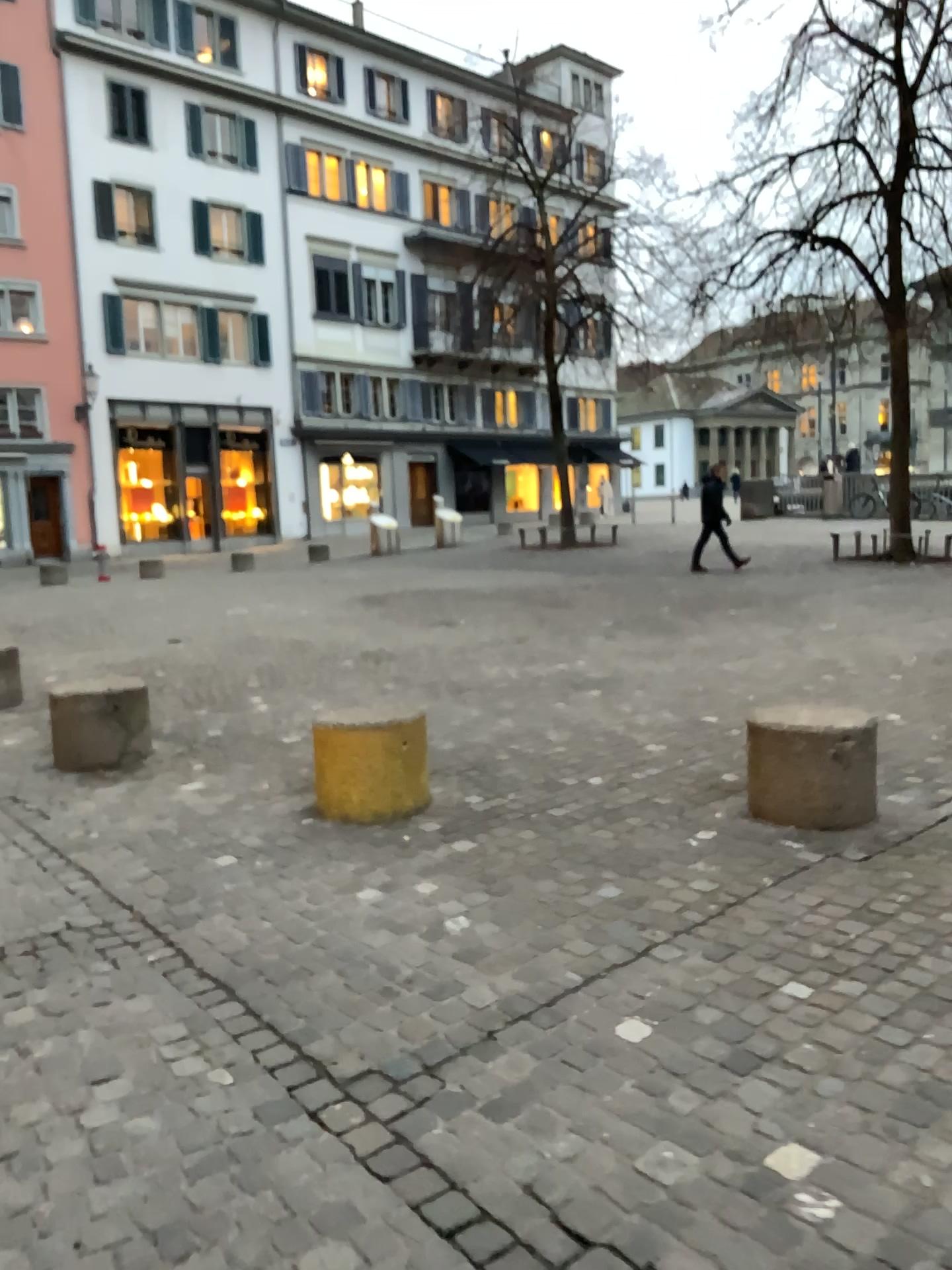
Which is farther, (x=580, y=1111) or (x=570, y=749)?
(x=570, y=749)
